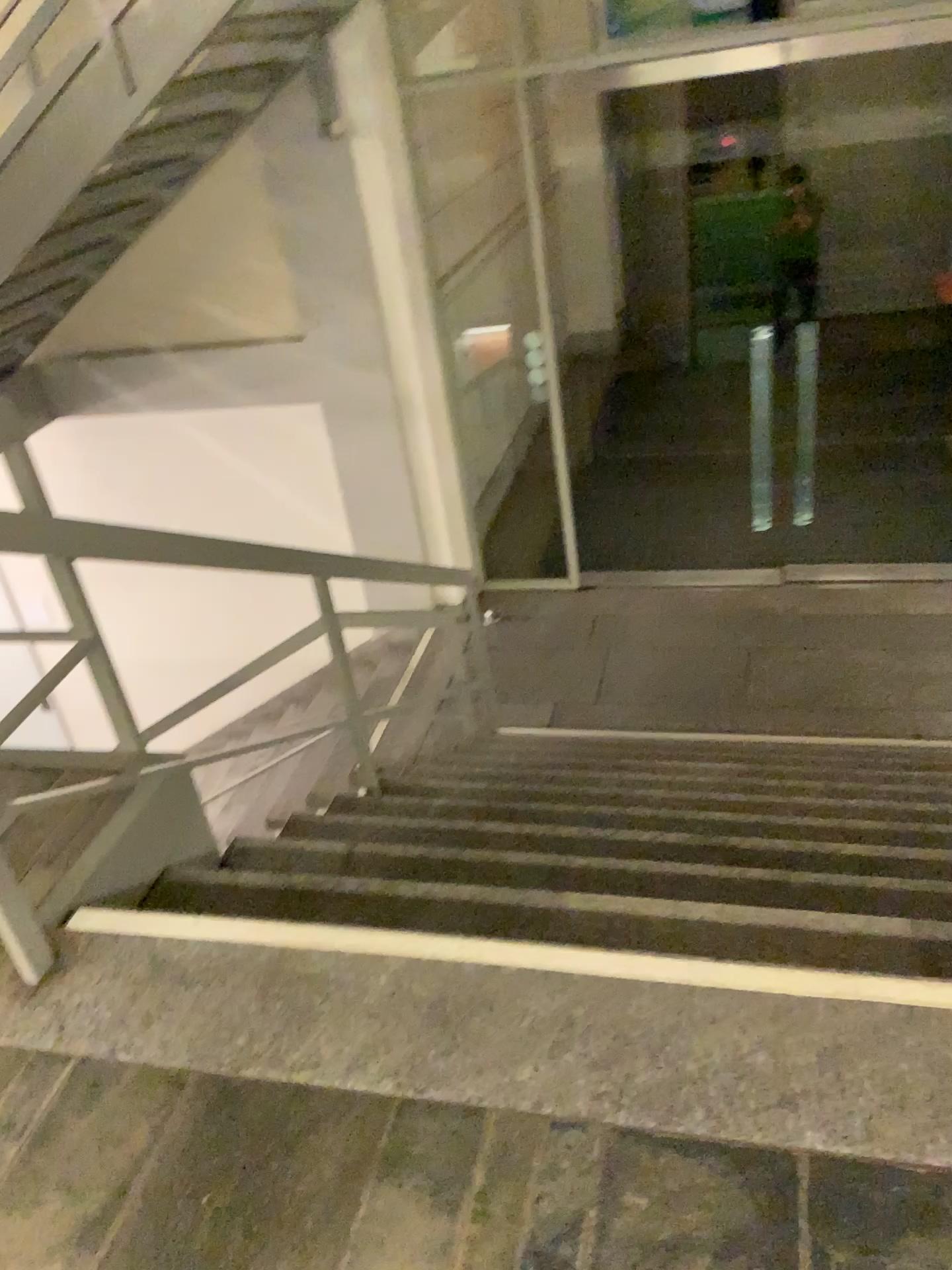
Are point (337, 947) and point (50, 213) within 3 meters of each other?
no
